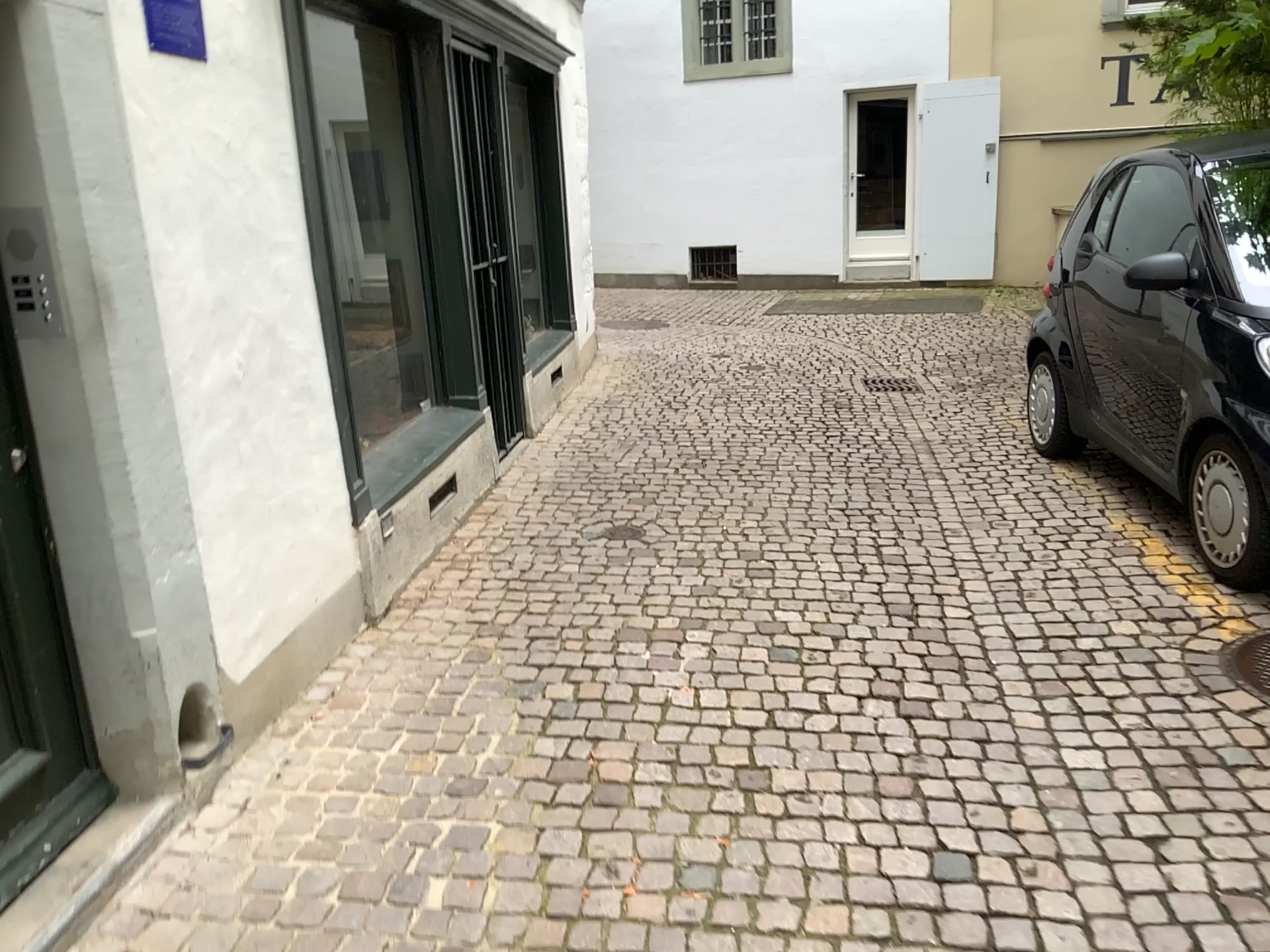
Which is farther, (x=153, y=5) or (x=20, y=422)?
(x=153, y=5)

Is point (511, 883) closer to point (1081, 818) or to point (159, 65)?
point (1081, 818)

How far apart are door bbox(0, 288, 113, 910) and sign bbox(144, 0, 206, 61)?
0.86m

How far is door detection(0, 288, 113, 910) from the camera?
2.26m

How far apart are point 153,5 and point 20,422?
1.06m

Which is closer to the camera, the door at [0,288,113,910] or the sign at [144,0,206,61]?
the door at [0,288,113,910]

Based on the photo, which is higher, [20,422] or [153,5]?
[153,5]

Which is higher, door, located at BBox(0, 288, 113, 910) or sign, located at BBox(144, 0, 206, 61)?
sign, located at BBox(144, 0, 206, 61)

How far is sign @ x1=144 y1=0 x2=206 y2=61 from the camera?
2.5 meters
